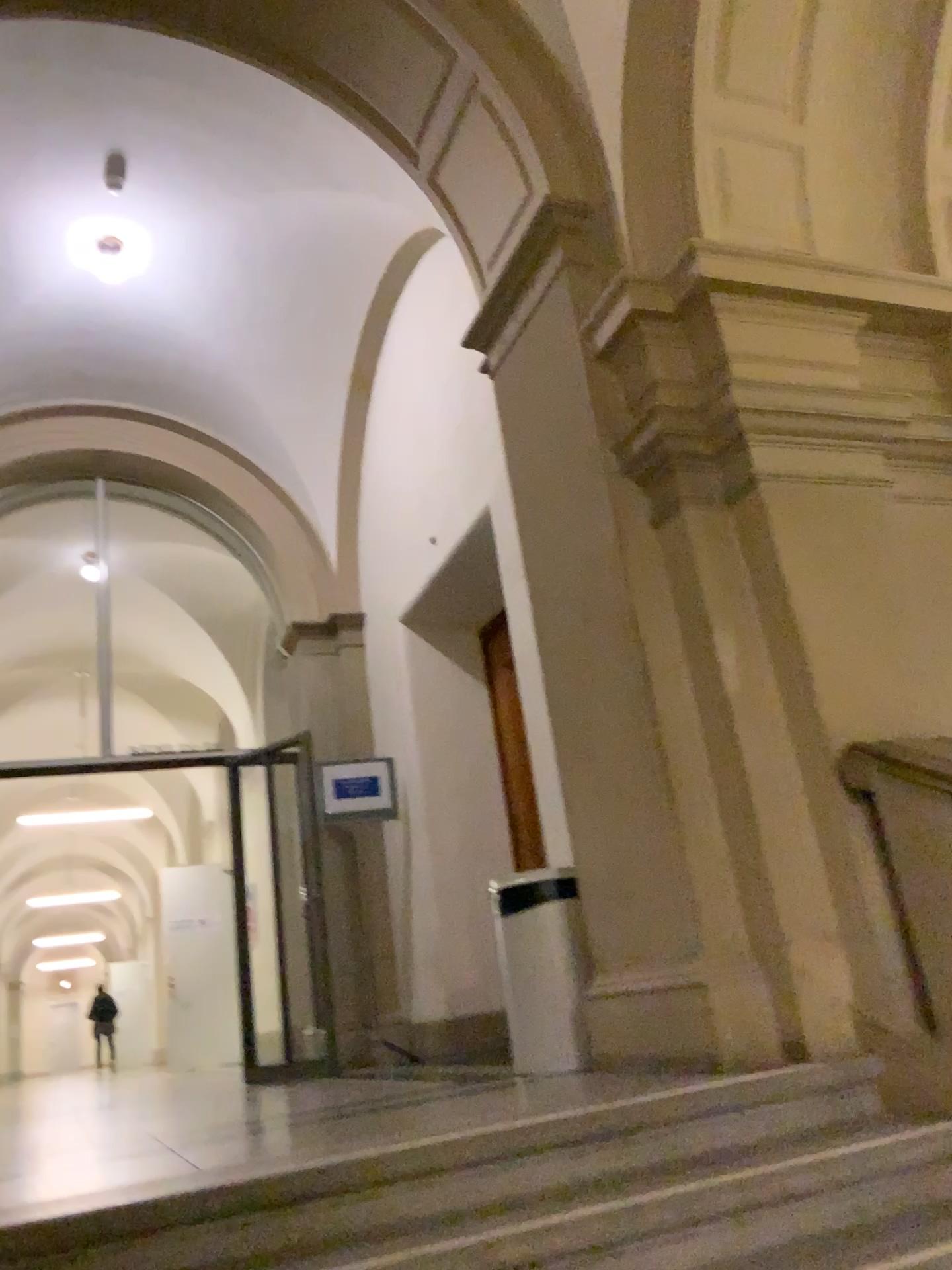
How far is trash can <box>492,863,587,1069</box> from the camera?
3.9 meters

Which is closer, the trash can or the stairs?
the stairs

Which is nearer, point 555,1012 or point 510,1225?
point 510,1225

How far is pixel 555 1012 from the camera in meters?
3.9

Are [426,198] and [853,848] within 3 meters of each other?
no

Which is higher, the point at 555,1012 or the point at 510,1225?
the point at 555,1012
